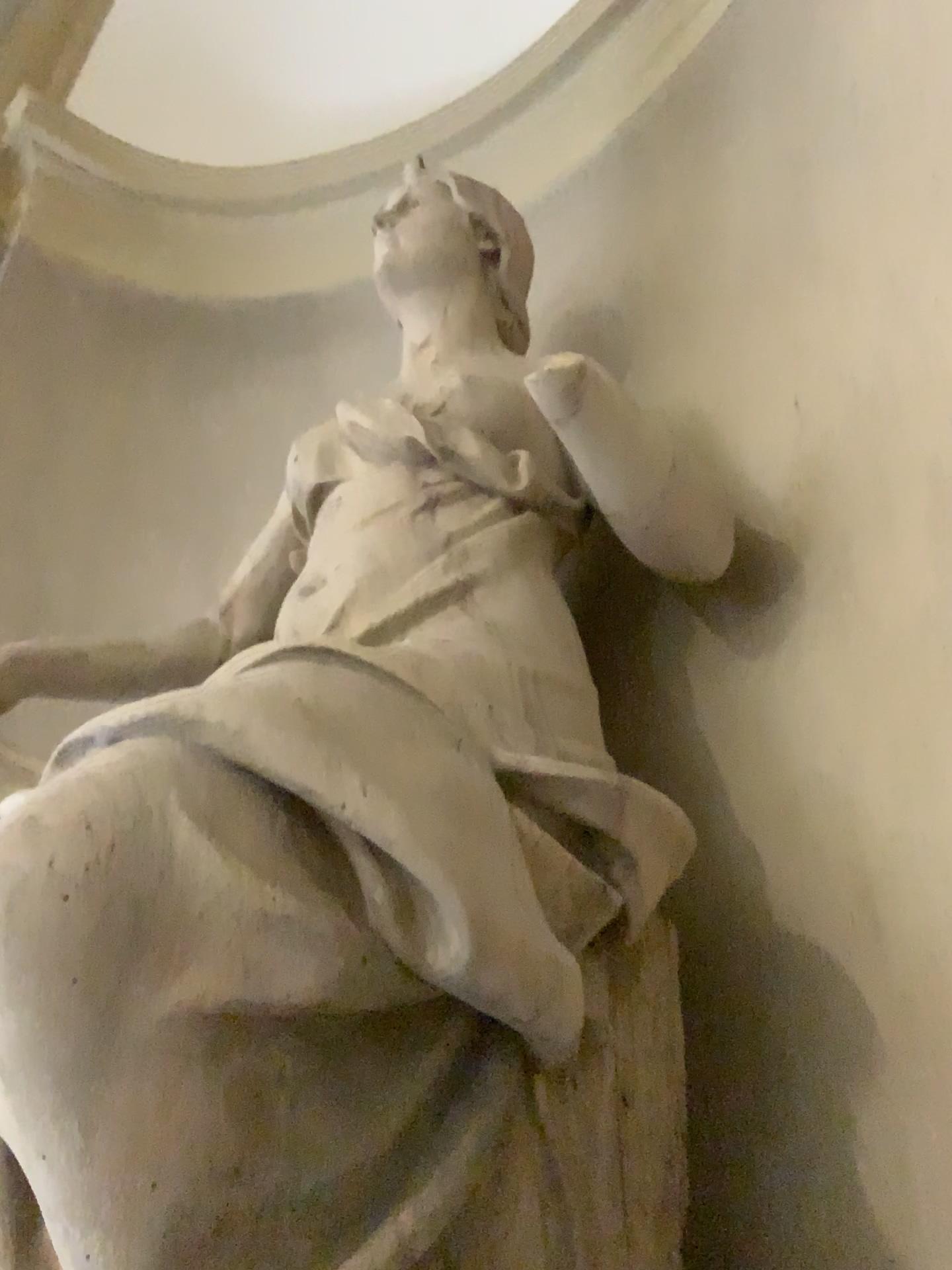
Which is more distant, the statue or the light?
the light

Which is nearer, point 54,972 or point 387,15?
point 54,972

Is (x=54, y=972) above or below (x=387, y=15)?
below

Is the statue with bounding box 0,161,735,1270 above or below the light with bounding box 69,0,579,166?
below

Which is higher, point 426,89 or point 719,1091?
point 426,89
